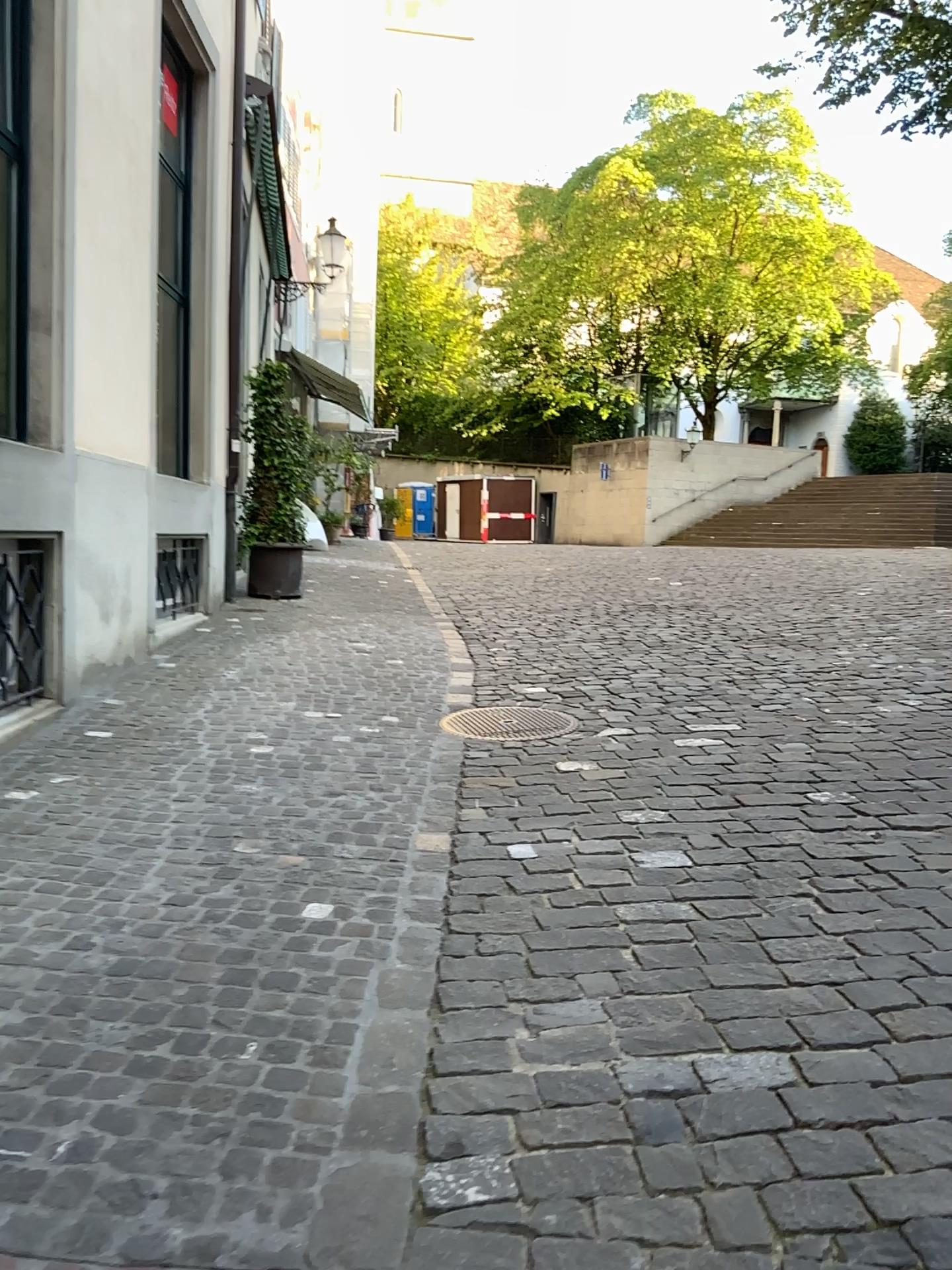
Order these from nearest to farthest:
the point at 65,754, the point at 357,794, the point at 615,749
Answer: the point at 357,794 < the point at 65,754 < the point at 615,749
